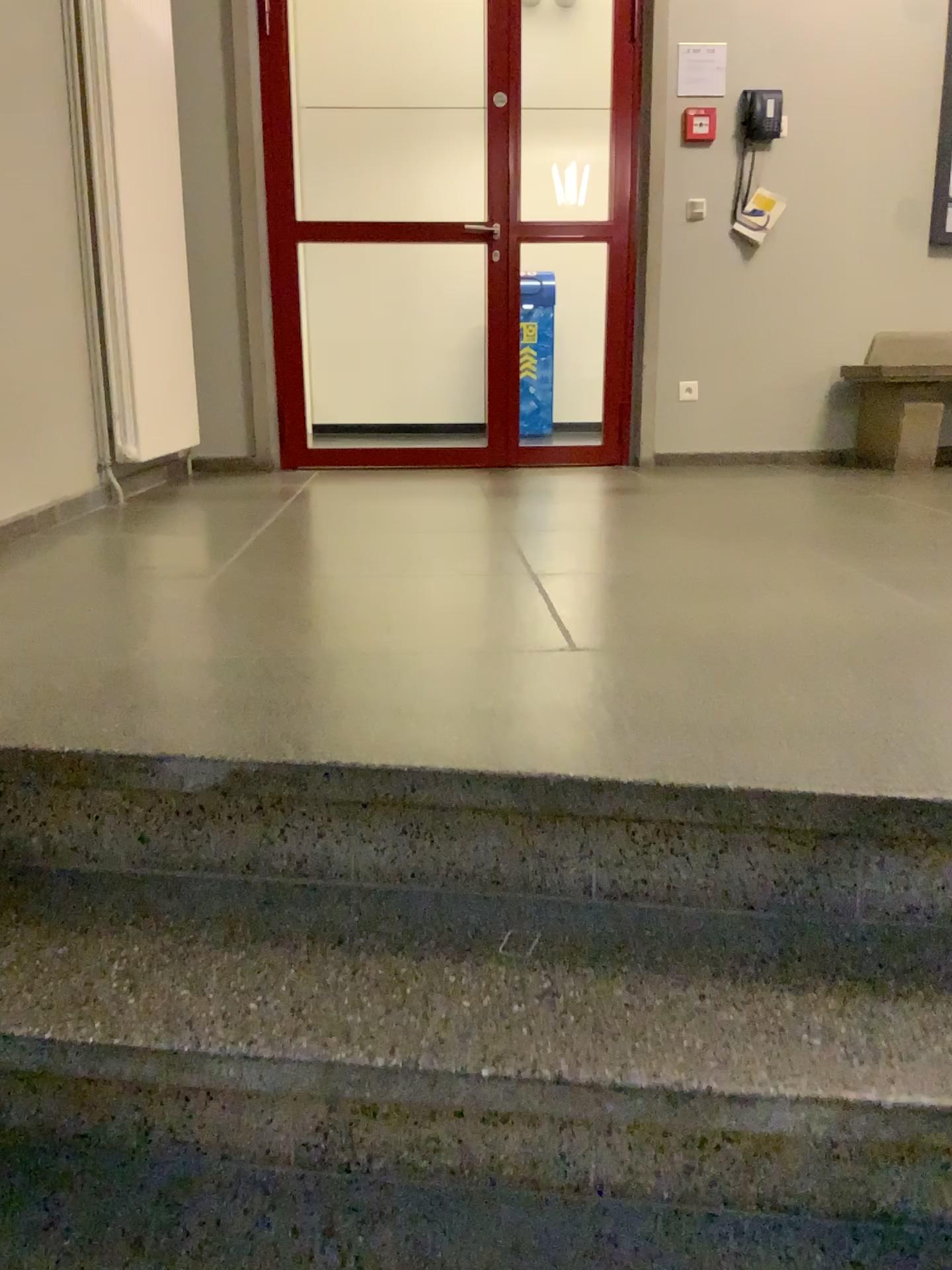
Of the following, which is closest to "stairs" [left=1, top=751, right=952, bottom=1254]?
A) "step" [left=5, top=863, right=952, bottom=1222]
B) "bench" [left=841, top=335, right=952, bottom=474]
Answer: "step" [left=5, top=863, right=952, bottom=1222]

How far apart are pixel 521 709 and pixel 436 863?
0.3 meters

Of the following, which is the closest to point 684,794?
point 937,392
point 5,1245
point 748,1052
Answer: point 748,1052

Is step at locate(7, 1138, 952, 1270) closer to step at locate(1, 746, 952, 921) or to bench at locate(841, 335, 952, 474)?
step at locate(1, 746, 952, 921)

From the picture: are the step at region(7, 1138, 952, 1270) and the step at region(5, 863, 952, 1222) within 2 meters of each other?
yes

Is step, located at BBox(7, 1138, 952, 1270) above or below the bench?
below

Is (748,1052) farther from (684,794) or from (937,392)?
(937,392)

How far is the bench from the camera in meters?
4.4

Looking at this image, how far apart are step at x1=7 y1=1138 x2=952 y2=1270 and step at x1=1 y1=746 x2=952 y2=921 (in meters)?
0.33

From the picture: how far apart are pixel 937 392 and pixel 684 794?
3.80m
